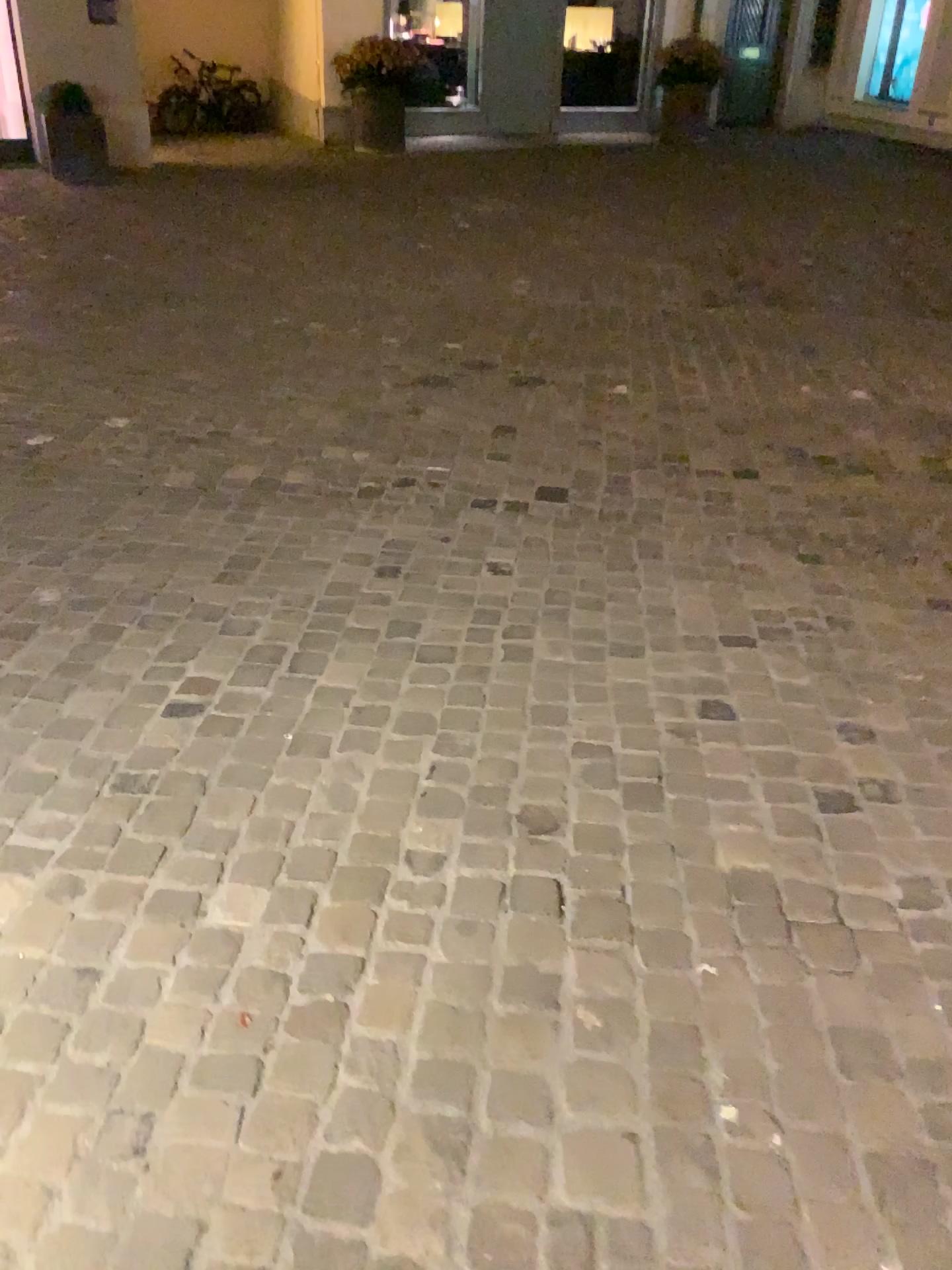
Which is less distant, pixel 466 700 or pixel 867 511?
pixel 466 700
